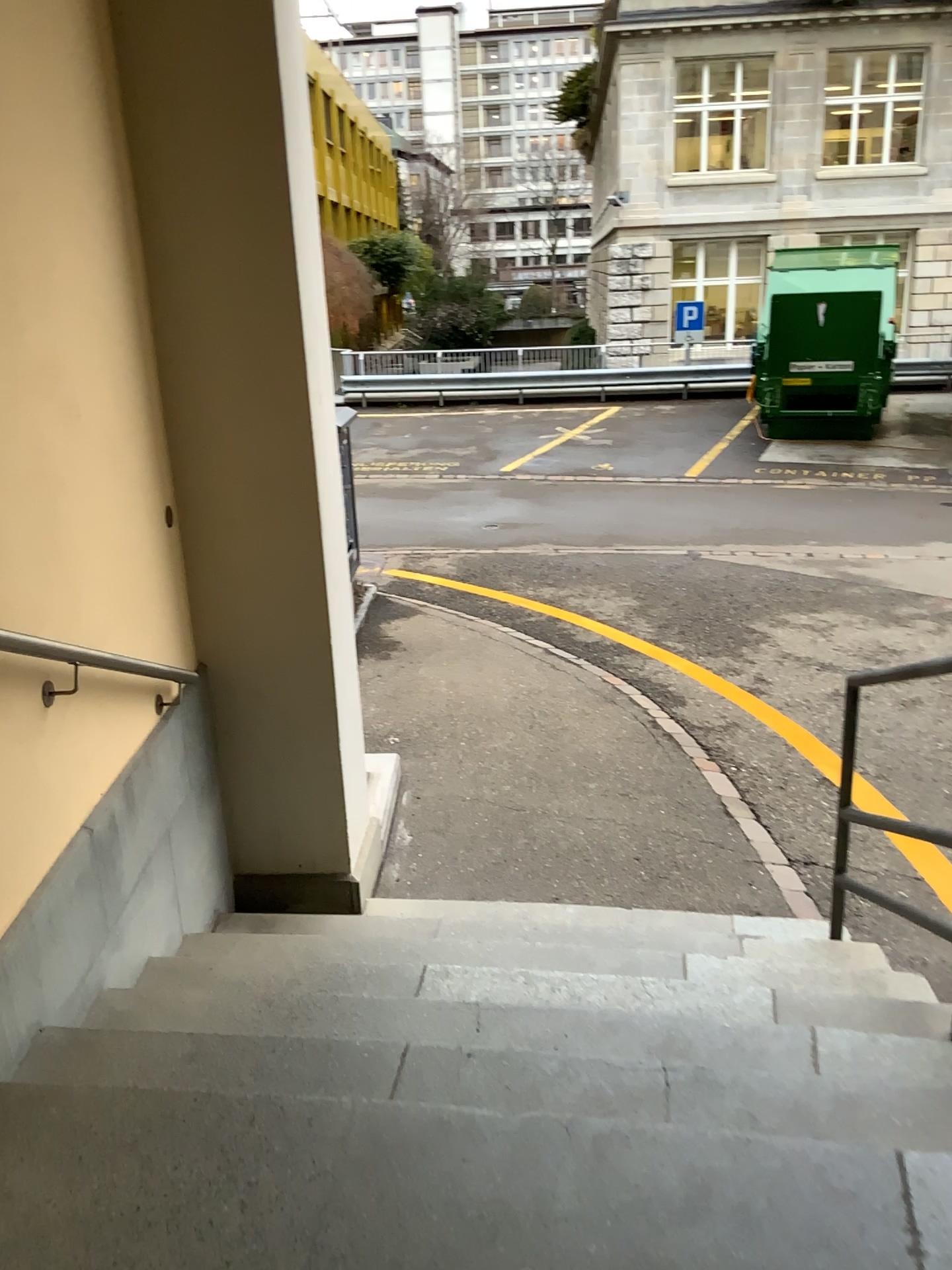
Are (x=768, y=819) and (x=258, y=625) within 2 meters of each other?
no
